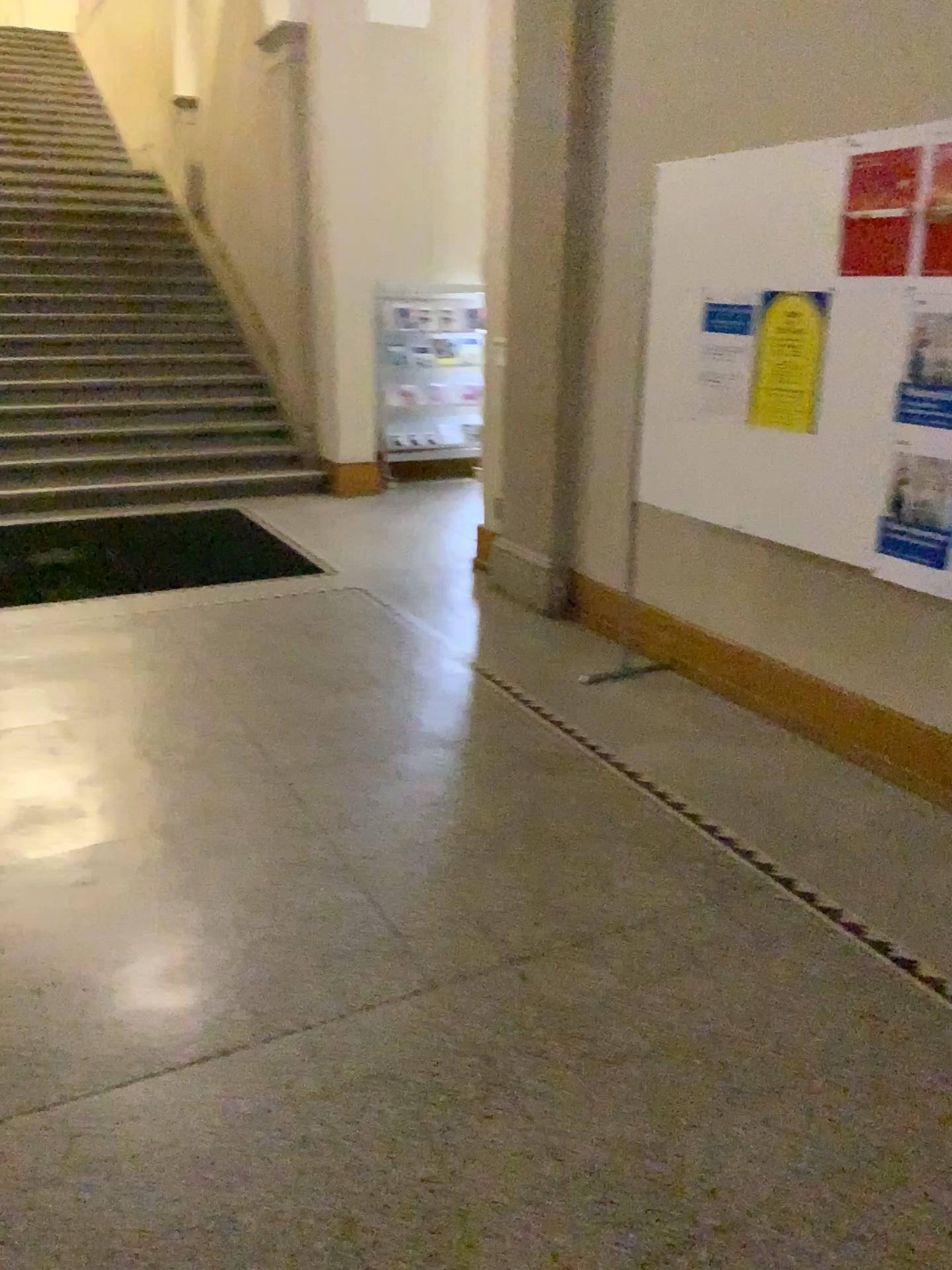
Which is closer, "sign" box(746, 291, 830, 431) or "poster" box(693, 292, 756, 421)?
"sign" box(746, 291, 830, 431)

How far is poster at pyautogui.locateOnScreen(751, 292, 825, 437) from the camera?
3.1 meters

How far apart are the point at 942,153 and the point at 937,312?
0.40m

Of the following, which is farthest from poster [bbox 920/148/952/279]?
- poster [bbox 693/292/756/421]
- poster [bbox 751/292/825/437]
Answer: poster [bbox 693/292/756/421]

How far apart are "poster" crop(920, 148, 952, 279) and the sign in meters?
0.4 m

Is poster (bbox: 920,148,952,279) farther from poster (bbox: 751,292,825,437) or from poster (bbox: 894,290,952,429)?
poster (bbox: 751,292,825,437)

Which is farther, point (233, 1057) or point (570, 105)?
point (570, 105)

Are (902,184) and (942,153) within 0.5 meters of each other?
yes

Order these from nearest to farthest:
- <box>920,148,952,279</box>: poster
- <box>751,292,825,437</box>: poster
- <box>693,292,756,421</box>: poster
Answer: <box>920,148,952,279</box>: poster < <box>751,292,825,437</box>: poster < <box>693,292,756,421</box>: poster

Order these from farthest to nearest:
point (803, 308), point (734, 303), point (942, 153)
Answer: point (734, 303) < point (803, 308) < point (942, 153)
